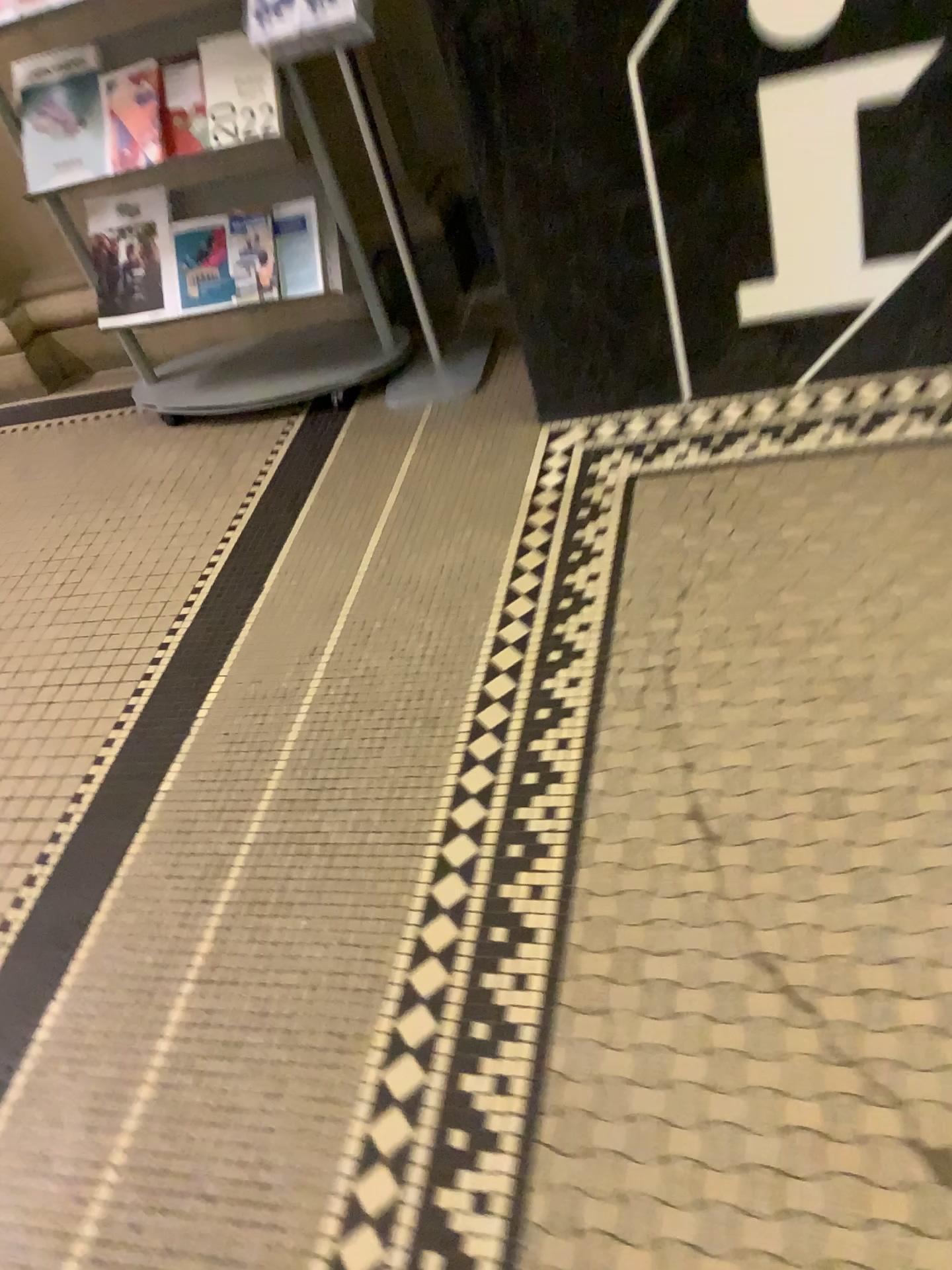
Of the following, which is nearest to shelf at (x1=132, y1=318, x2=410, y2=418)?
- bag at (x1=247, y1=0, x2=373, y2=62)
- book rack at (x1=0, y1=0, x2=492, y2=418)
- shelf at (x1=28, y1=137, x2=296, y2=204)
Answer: book rack at (x1=0, y1=0, x2=492, y2=418)

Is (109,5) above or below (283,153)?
above

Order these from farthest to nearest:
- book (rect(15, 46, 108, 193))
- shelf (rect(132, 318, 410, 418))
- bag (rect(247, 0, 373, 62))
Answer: shelf (rect(132, 318, 410, 418)), book (rect(15, 46, 108, 193)), bag (rect(247, 0, 373, 62))

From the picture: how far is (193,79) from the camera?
2.13m

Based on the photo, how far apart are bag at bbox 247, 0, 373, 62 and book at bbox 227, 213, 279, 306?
0.4m

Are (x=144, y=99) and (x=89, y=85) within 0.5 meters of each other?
yes

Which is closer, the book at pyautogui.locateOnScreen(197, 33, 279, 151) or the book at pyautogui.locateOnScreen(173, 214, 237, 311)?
the book at pyautogui.locateOnScreen(197, 33, 279, 151)

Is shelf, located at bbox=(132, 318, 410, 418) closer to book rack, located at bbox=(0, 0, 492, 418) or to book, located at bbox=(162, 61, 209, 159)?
book rack, located at bbox=(0, 0, 492, 418)

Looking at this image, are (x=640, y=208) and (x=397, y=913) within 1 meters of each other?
no

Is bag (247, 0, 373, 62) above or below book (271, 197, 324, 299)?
above
